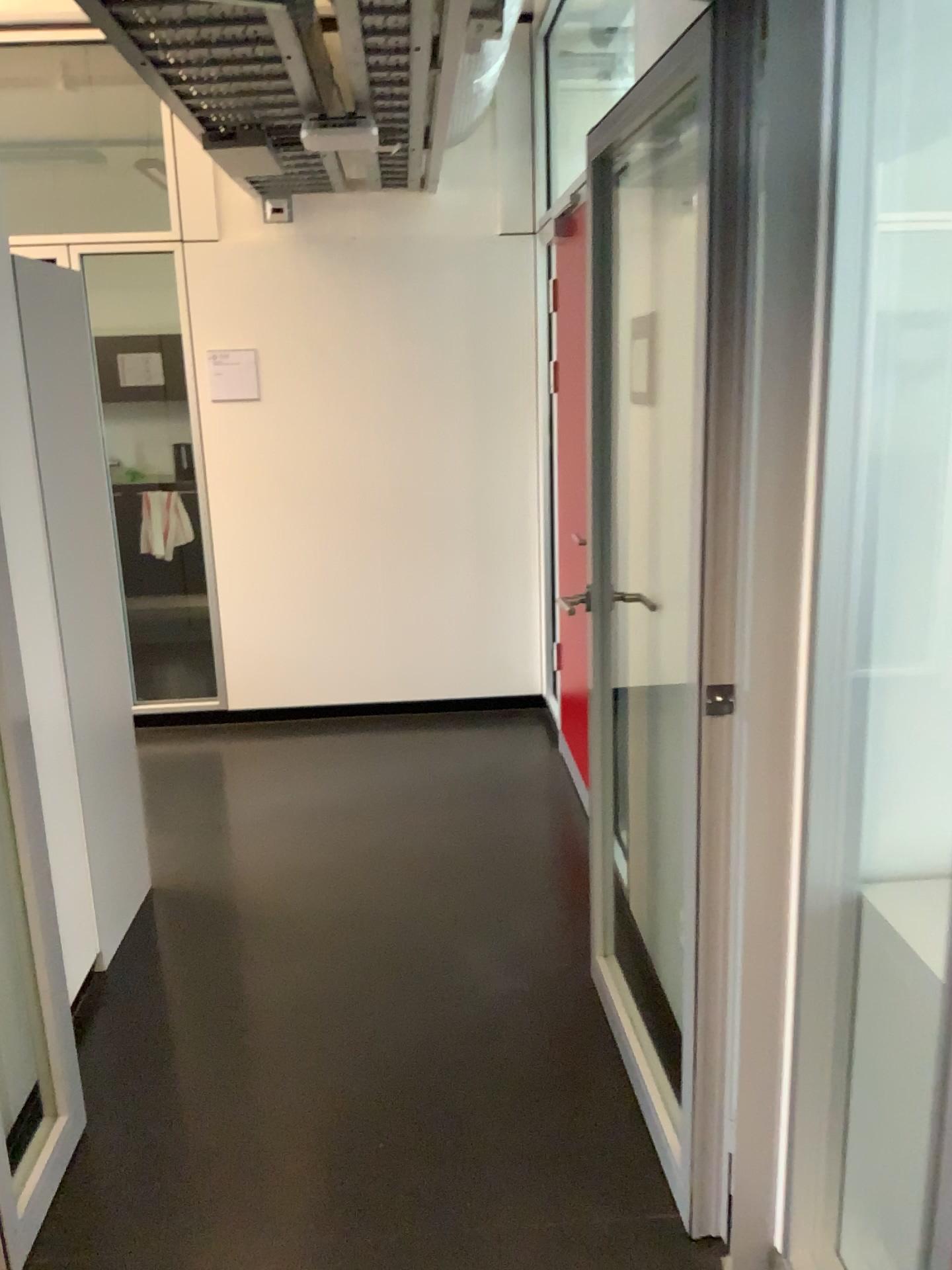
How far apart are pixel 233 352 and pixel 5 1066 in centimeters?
329cm

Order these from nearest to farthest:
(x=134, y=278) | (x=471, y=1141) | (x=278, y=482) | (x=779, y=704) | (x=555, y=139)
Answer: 1. (x=779, y=704)
2. (x=471, y=1141)
3. (x=555, y=139)
4. (x=278, y=482)
5. (x=134, y=278)

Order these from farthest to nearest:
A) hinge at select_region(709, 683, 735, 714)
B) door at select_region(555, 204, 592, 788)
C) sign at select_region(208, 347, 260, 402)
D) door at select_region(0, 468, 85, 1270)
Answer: sign at select_region(208, 347, 260, 402)
door at select_region(555, 204, 592, 788)
door at select_region(0, 468, 85, 1270)
hinge at select_region(709, 683, 735, 714)

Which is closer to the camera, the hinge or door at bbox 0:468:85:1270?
the hinge

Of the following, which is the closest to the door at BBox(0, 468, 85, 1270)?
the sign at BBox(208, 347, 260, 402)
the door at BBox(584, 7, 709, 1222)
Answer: the door at BBox(584, 7, 709, 1222)

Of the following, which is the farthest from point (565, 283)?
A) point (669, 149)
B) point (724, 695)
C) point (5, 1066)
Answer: point (5, 1066)

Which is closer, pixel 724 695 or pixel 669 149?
pixel 724 695

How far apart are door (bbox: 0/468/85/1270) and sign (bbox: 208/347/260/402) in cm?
268

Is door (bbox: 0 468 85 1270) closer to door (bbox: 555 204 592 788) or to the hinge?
the hinge

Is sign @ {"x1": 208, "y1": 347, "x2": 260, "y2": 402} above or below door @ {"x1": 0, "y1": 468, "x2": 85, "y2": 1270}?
above
